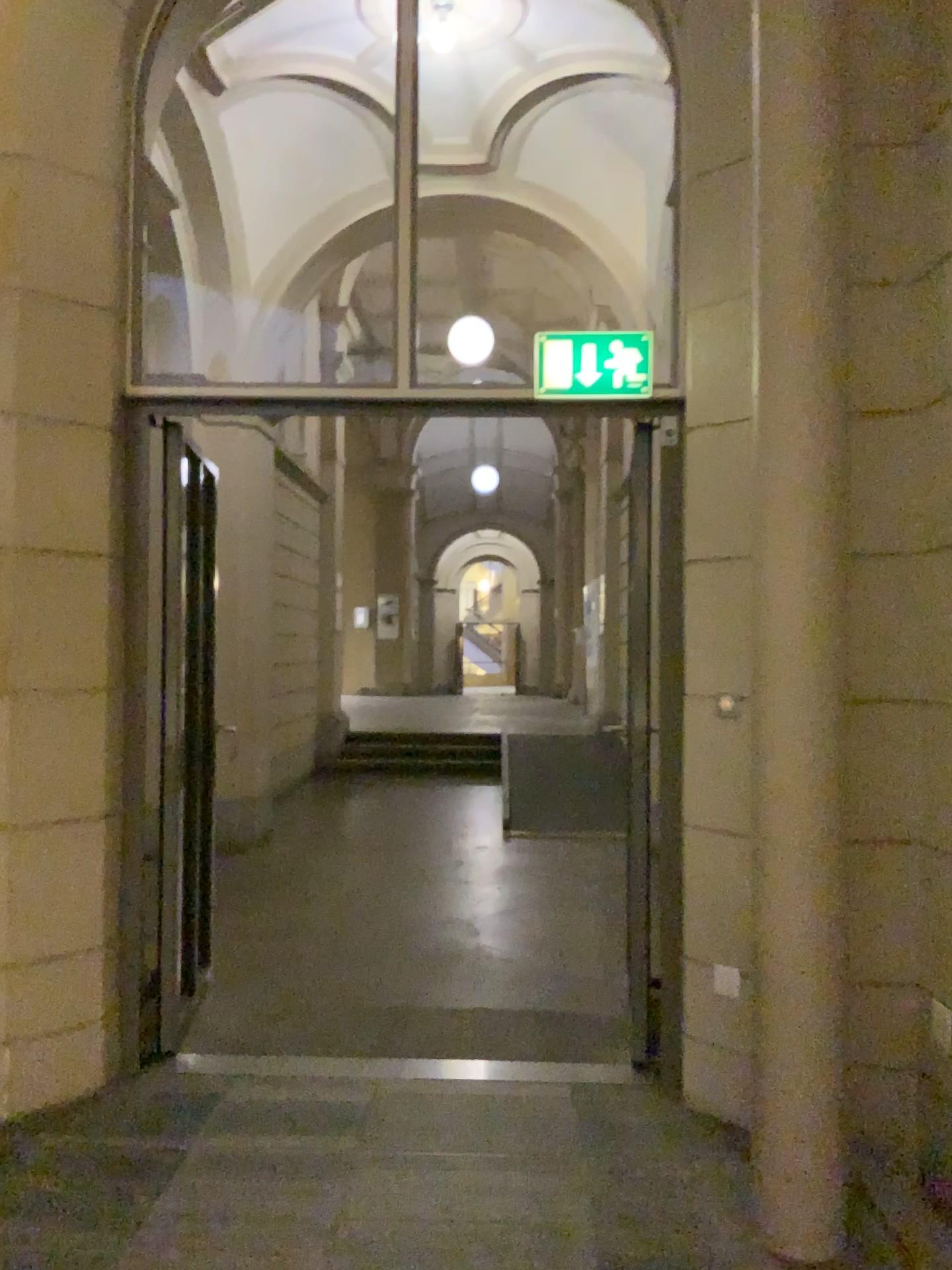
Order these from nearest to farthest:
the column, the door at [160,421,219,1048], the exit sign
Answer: the column, the exit sign, the door at [160,421,219,1048]

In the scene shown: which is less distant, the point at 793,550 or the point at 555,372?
the point at 793,550

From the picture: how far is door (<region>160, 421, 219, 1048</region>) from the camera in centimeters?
363cm

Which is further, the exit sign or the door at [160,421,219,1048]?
the door at [160,421,219,1048]

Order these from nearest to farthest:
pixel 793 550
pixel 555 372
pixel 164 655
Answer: pixel 793 550 < pixel 555 372 < pixel 164 655

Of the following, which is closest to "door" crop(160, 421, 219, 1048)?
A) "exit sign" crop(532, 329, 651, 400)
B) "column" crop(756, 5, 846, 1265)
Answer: "exit sign" crop(532, 329, 651, 400)

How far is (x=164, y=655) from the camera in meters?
3.6 m

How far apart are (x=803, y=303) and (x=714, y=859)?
1.62m

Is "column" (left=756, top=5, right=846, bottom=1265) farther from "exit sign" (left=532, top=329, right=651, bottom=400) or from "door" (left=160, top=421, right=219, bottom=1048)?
"door" (left=160, top=421, right=219, bottom=1048)

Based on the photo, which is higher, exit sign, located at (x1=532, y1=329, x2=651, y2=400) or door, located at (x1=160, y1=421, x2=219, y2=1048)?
exit sign, located at (x1=532, y1=329, x2=651, y2=400)
